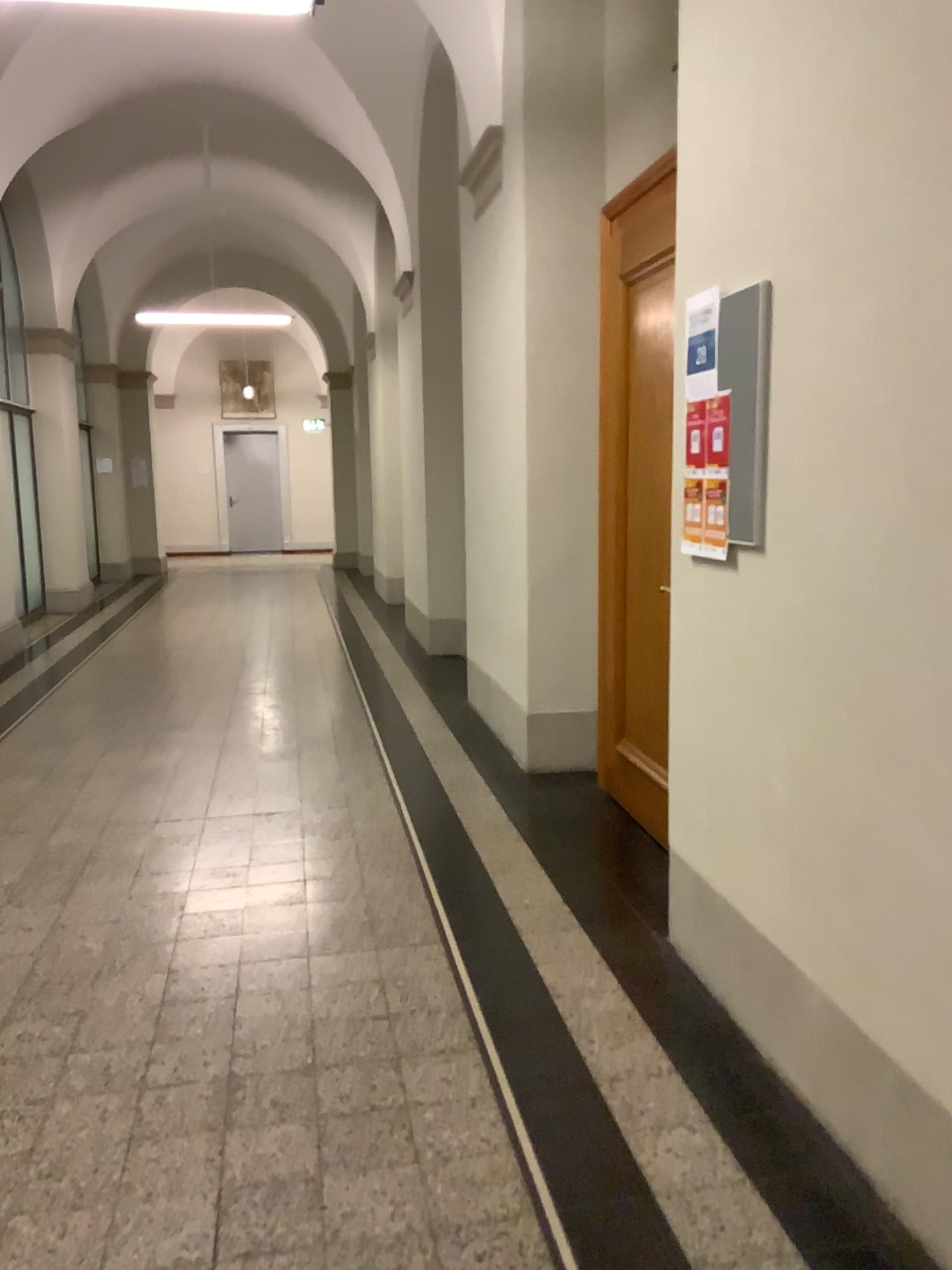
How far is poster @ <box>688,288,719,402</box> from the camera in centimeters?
260cm

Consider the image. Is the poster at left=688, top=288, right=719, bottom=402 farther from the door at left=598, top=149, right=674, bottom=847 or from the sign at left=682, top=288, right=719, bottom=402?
the door at left=598, top=149, right=674, bottom=847

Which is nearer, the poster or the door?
the poster

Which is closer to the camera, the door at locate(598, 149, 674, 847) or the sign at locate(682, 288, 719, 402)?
the sign at locate(682, 288, 719, 402)

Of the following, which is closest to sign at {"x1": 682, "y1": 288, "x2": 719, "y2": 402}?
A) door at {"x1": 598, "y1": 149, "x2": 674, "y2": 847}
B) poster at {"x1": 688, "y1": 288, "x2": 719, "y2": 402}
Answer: poster at {"x1": 688, "y1": 288, "x2": 719, "y2": 402}

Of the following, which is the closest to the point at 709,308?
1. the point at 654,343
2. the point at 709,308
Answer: the point at 709,308

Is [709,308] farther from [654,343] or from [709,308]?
[654,343]

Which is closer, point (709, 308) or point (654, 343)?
point (709, 308)

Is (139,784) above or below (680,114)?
below
